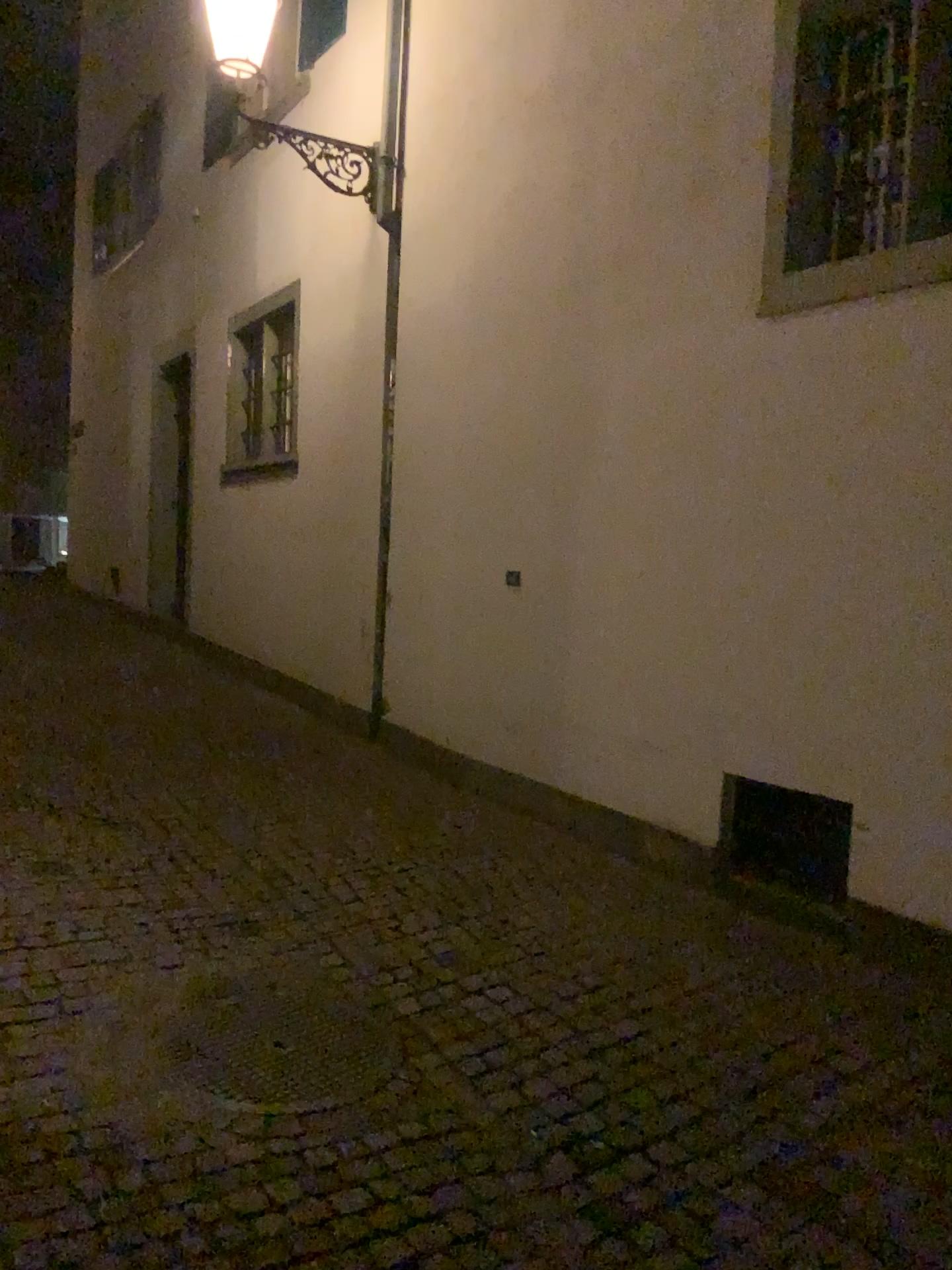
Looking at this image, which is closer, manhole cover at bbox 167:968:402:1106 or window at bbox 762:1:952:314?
manhole cover at bbox 167:968:402:1106

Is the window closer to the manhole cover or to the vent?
the vent

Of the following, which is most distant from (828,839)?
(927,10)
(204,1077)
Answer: (927,10)

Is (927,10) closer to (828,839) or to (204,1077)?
(828,839)

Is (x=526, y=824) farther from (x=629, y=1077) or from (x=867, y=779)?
(x=629, y=1077)

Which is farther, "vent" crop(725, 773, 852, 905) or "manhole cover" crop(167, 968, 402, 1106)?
"vent" crop(725, 773, 852, 905)

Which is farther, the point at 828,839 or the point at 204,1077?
the point at 828,839

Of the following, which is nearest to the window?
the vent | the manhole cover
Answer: the vent

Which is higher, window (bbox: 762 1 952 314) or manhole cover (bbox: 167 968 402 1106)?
window (bbox: 762 1 952 314)
